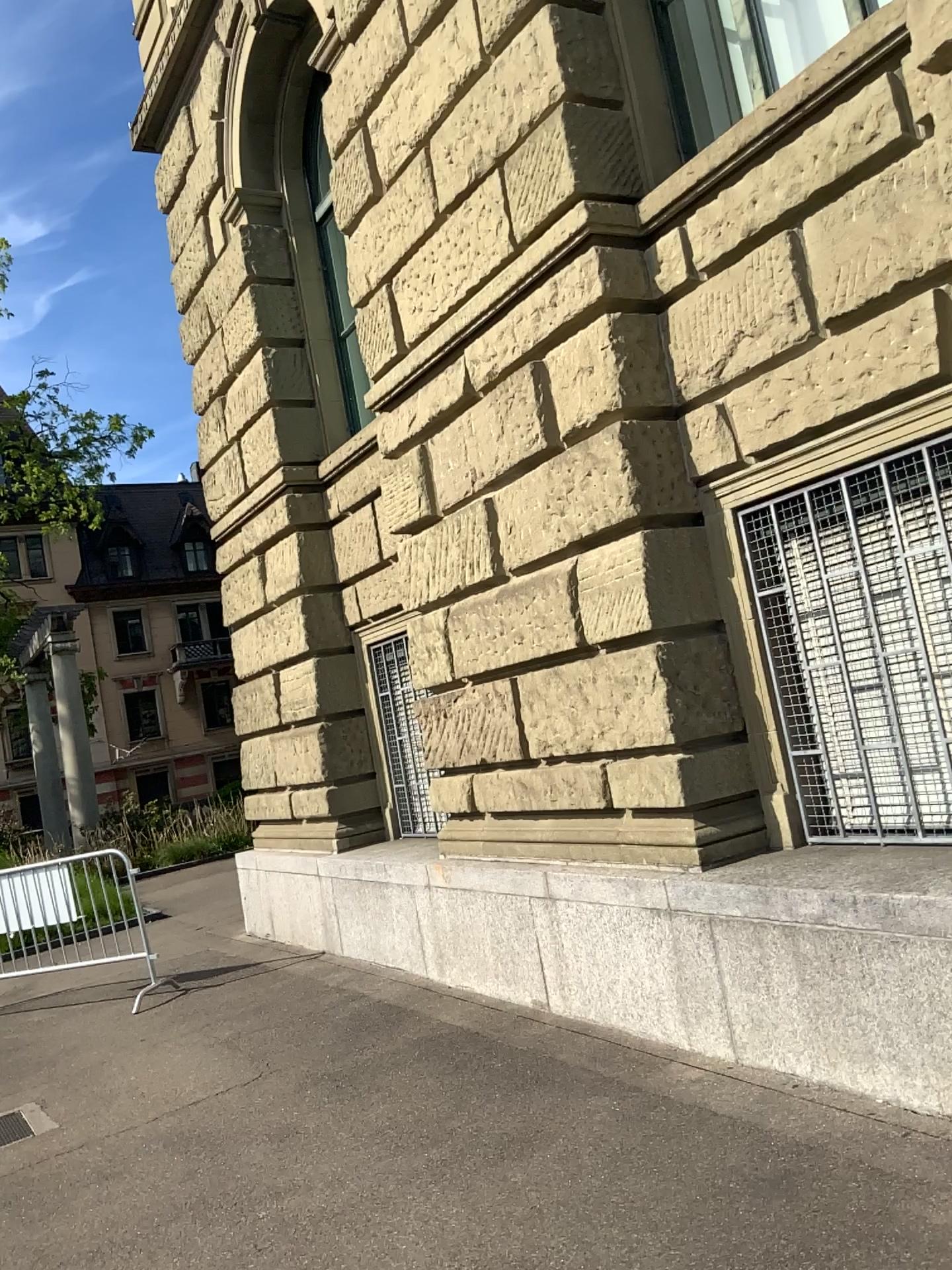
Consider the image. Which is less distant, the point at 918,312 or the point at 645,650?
the point at 918,312

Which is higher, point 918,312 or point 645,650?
point 918,312

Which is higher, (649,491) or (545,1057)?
(649,491)

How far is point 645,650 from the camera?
4.7m

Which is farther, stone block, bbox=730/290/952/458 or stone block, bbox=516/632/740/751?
stone block, bbox=516/632/740/751

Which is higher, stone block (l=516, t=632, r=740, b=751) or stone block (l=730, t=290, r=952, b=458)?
stone block (l=730, t=290, r=952, b=458)

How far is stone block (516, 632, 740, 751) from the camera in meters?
4.7 m
